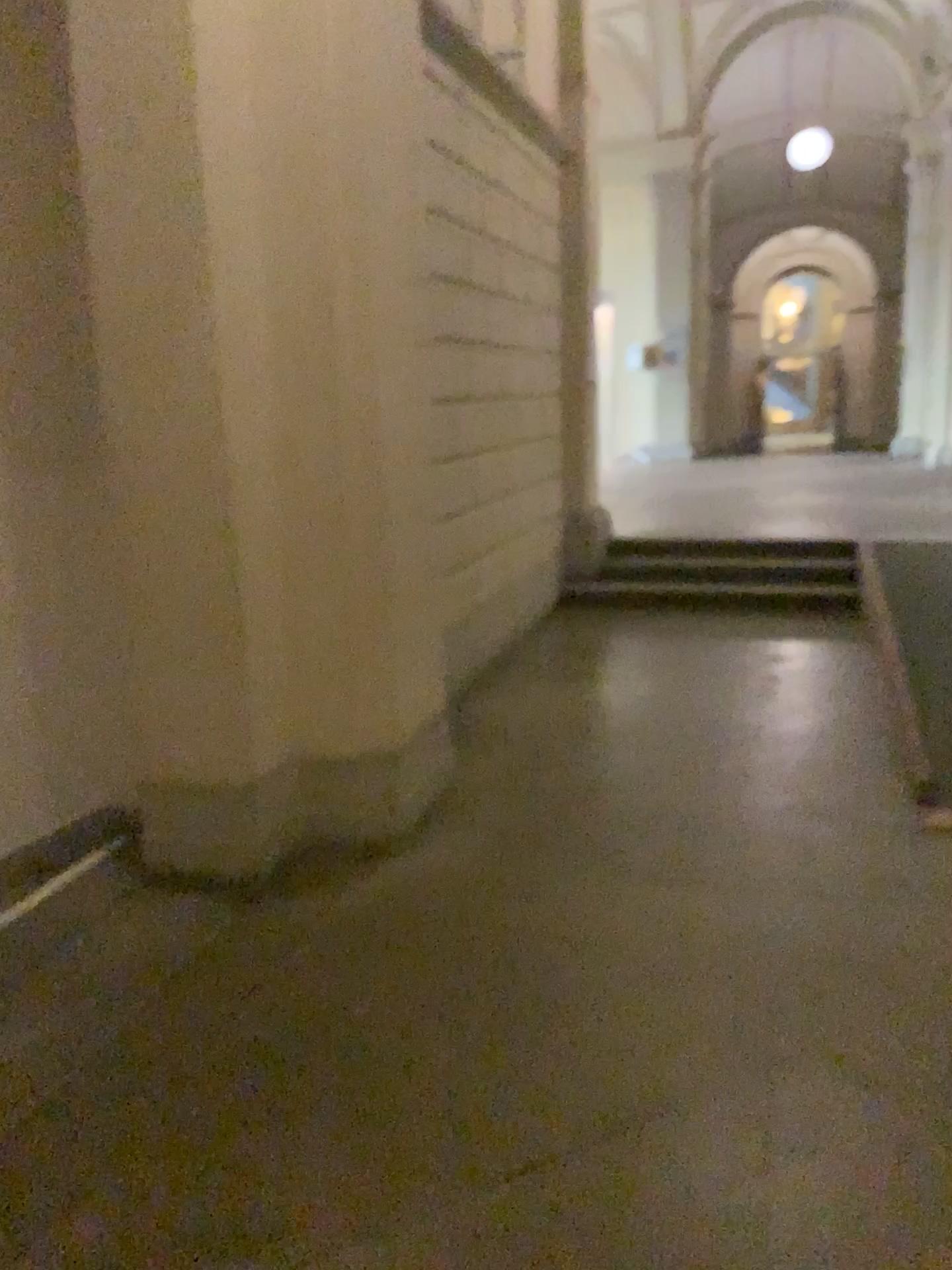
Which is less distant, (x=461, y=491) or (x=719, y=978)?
(x=719, y=978)
